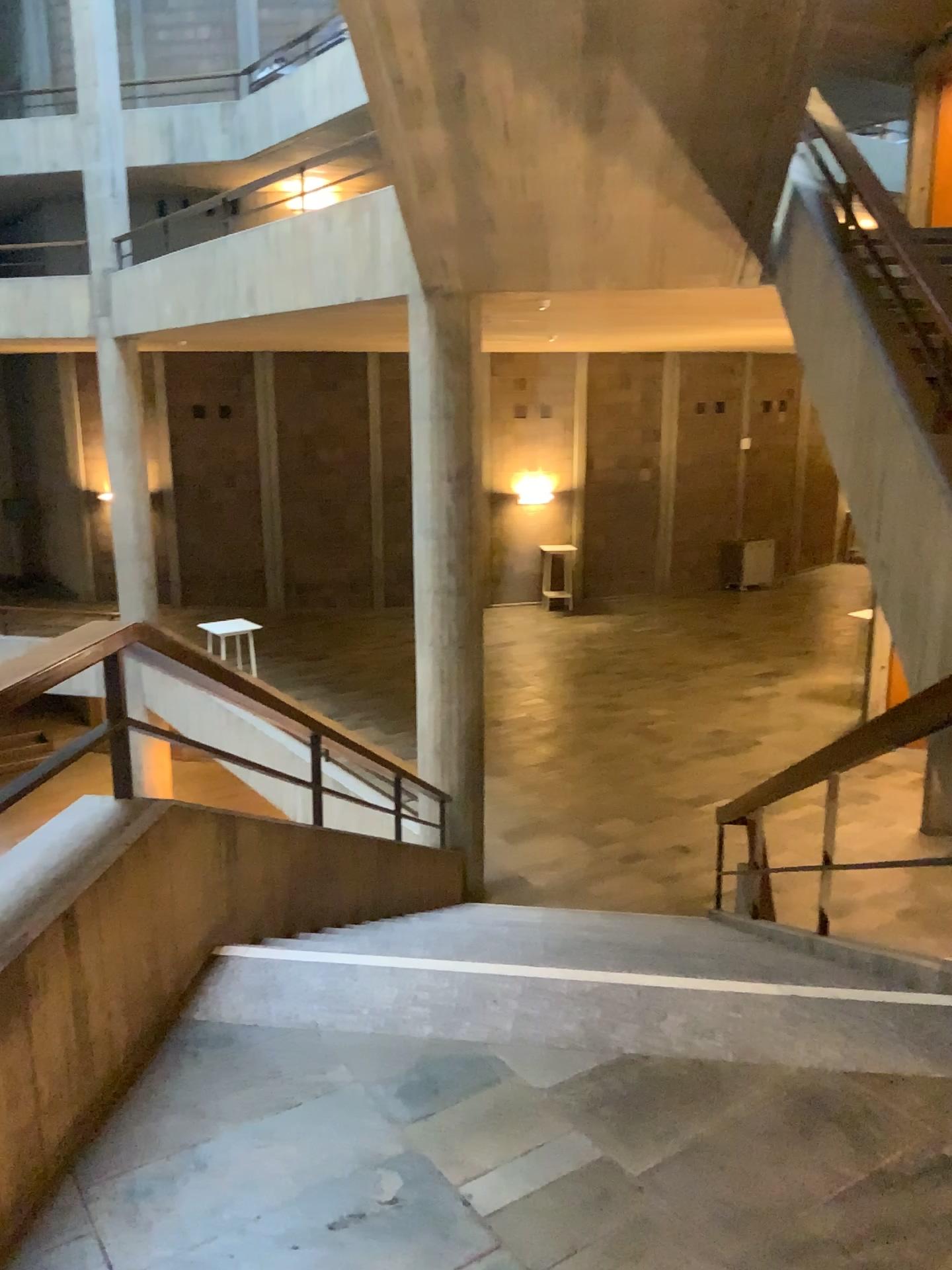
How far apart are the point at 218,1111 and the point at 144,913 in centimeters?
47cm
